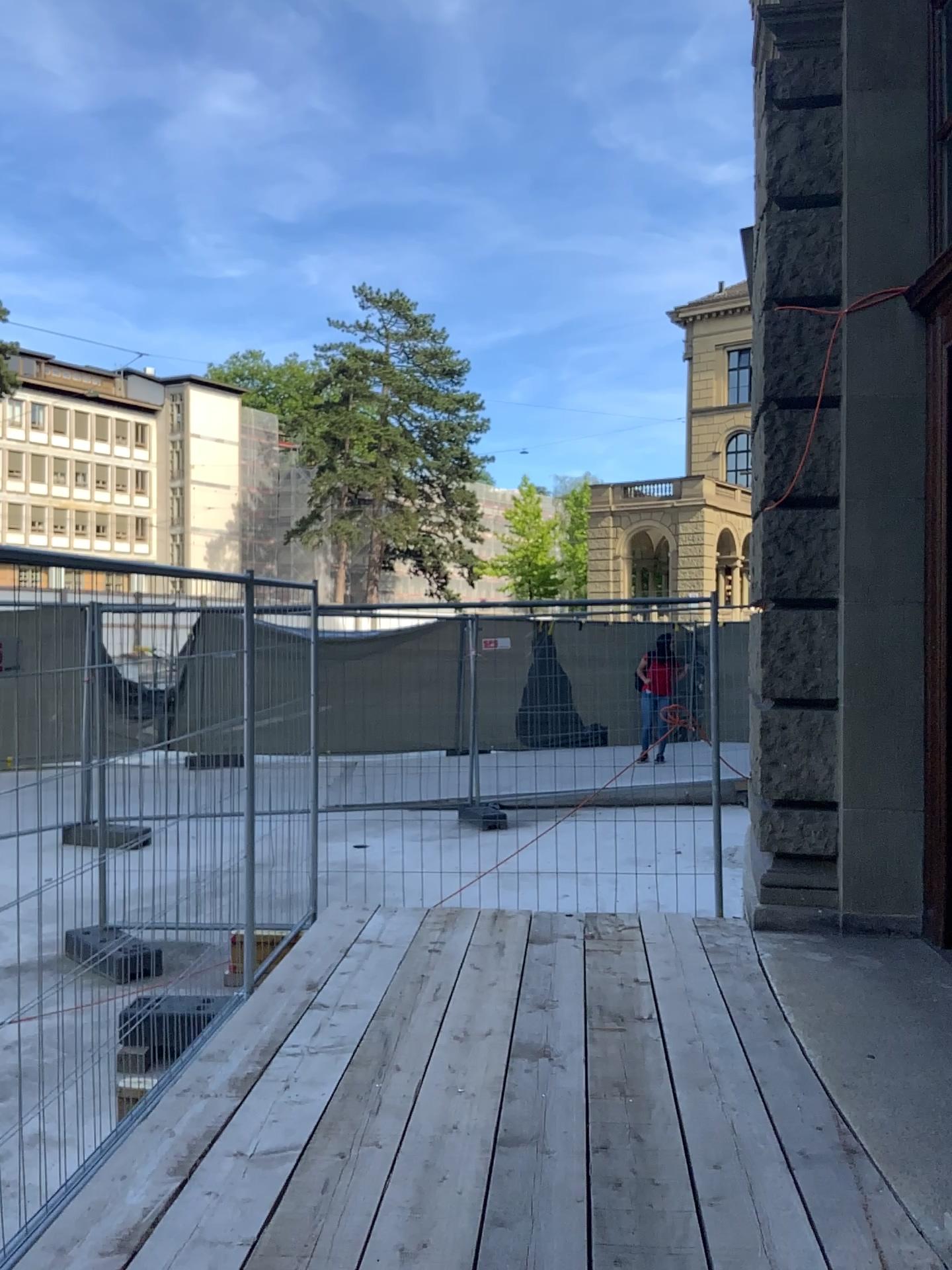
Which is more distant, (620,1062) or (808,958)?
(808,958)
